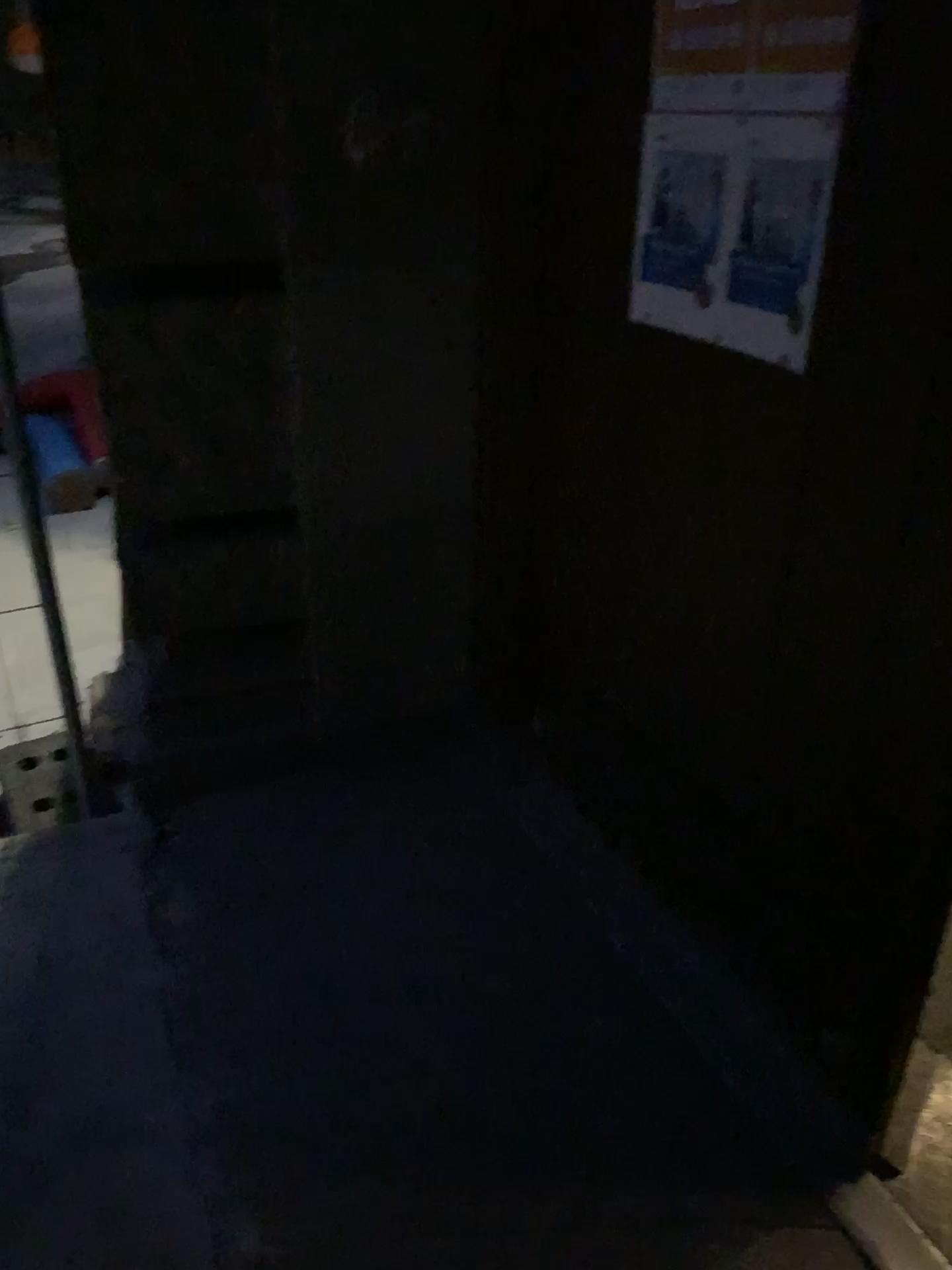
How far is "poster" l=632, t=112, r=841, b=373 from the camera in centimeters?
136cm

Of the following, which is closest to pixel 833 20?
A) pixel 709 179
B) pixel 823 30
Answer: pixel 823 30

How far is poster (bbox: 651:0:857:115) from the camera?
1.3 meters

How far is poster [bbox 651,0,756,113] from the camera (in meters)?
1.44

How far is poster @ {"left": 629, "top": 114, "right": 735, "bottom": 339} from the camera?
1.5m

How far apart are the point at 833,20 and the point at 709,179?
0.28m

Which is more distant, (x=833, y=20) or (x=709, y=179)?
(x=709, y=179)

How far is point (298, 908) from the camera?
2.1m

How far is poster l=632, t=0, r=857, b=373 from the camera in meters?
1.3 m

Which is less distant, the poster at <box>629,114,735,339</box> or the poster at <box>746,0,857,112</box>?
the poster at <box>746,0,857,112</box>
